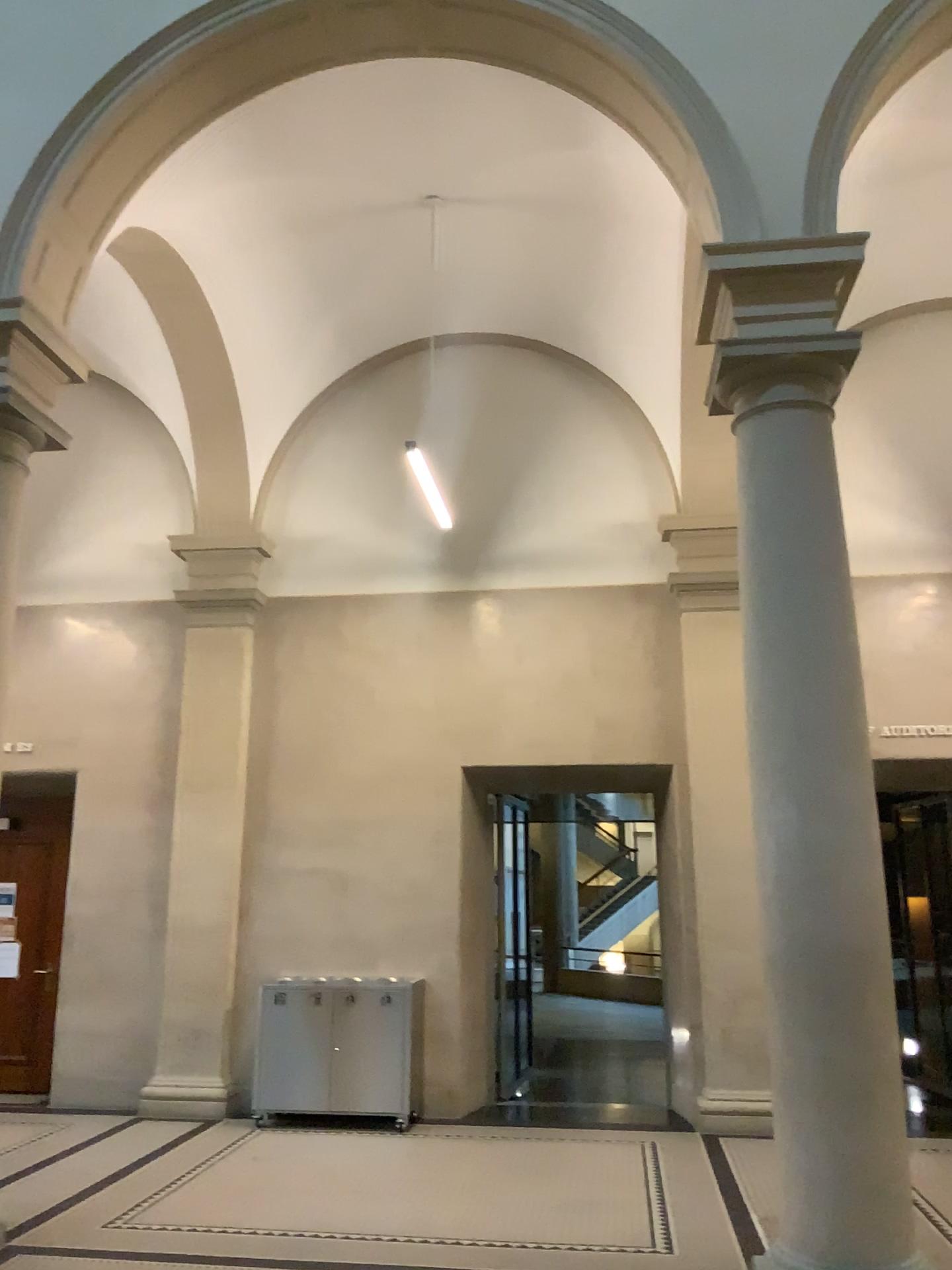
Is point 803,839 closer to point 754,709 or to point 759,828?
point 759,828
